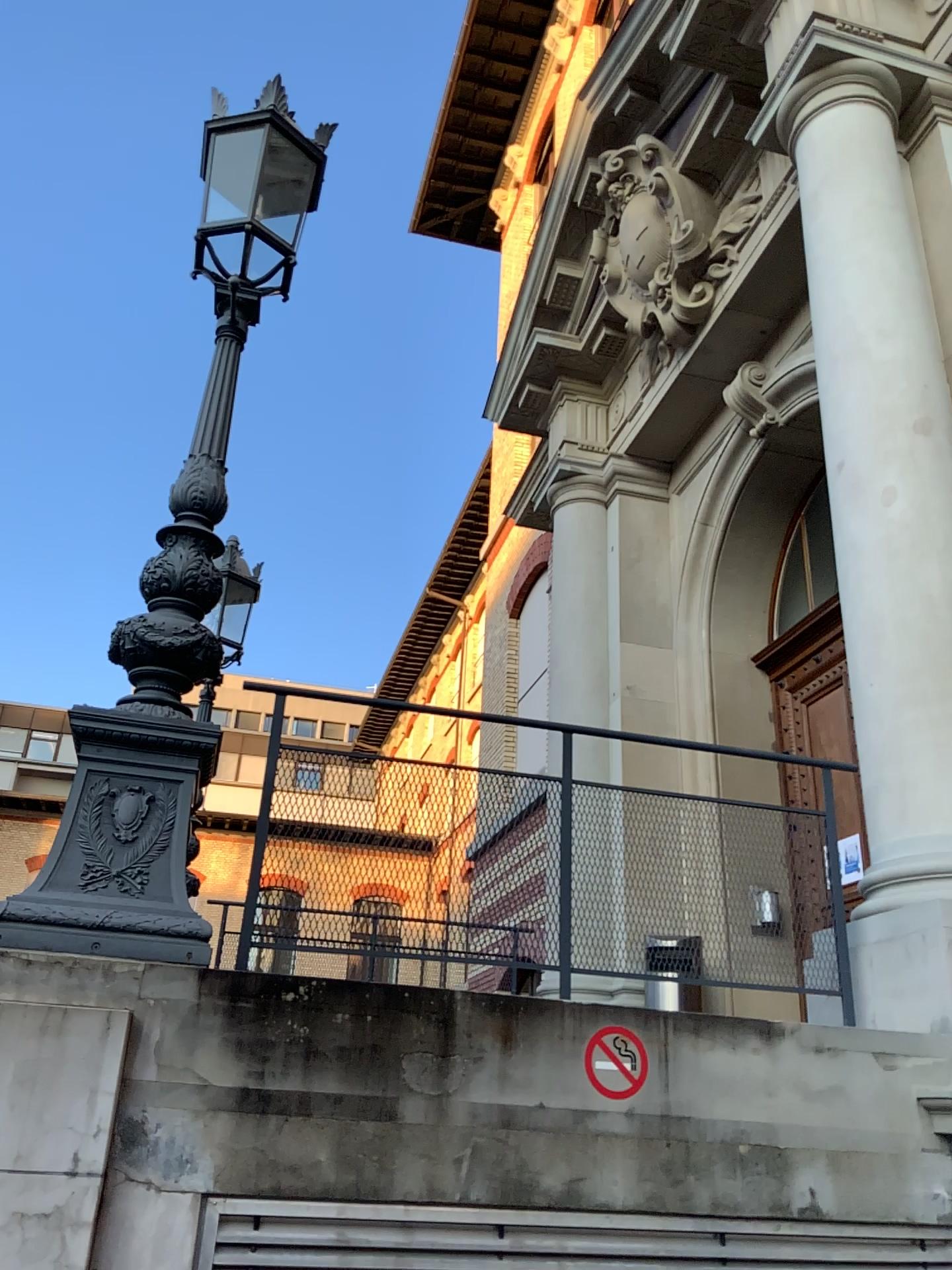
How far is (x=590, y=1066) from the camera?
3.0m

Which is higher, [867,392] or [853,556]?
[867,392]

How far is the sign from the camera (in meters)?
3.03
